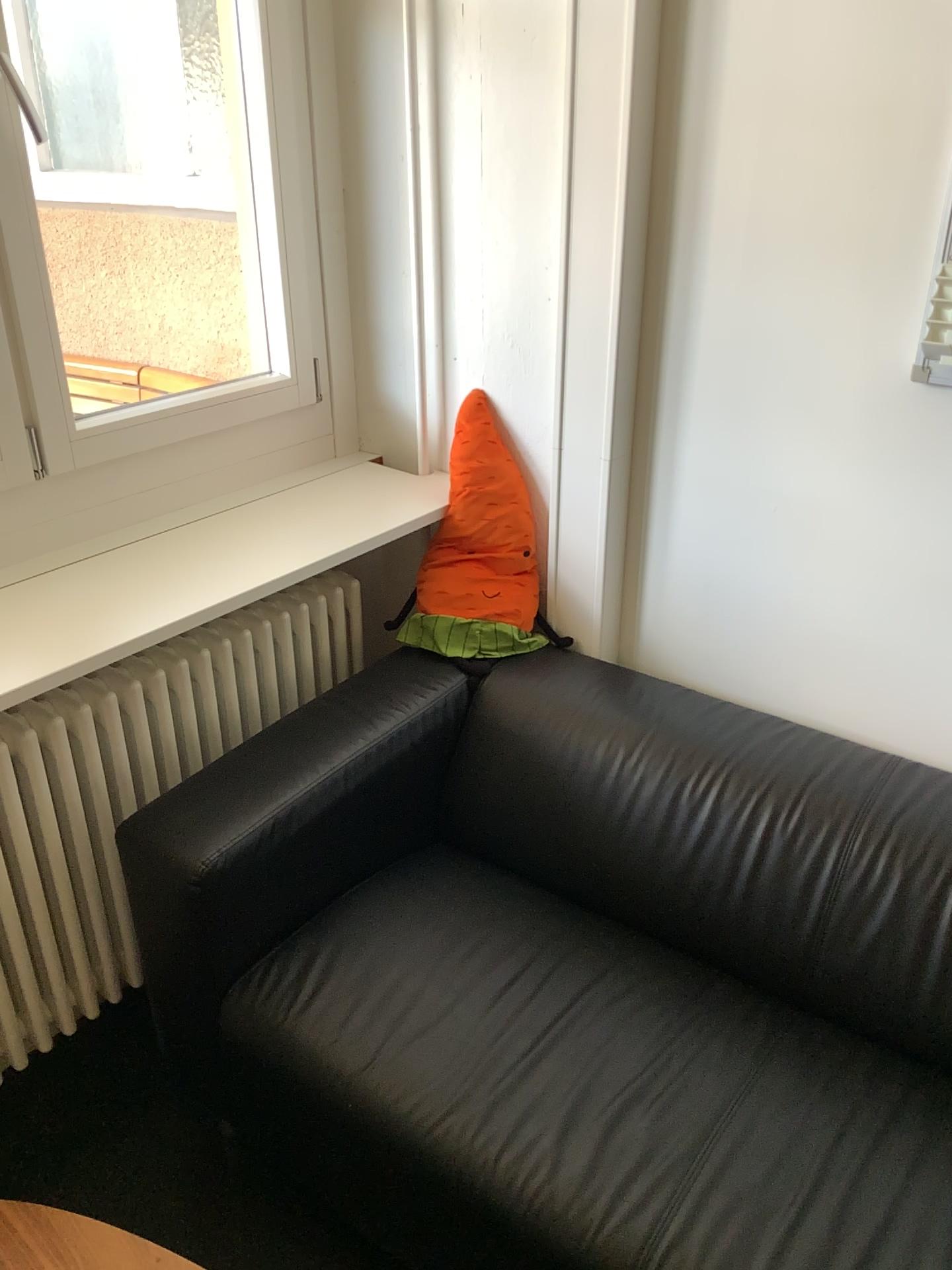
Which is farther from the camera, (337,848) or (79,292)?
(79,292)

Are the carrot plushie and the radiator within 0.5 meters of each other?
yes

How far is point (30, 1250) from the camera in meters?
1.2

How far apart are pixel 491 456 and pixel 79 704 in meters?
0.8 m

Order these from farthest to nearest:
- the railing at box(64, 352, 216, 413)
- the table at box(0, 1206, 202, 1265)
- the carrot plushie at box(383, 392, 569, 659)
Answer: the railing at box(64, 352, 216, 413), the carrot plushie at box(383, 392, 569, 659), the table at box(0, 1206, 202, 1265)

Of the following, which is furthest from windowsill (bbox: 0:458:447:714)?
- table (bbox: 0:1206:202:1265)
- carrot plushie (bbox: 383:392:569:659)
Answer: table (bbox: 0:1206:202:1265)

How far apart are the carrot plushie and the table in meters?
1.0 m

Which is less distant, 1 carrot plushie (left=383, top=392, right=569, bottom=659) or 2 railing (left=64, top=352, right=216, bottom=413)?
1 carrot plushie (left=383, top=392, right=569, bottom=659)

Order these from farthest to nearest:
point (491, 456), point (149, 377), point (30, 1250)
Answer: point (149, 377), point (491, 456), point (30, 1250)

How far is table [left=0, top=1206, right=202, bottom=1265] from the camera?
1.2 meters
